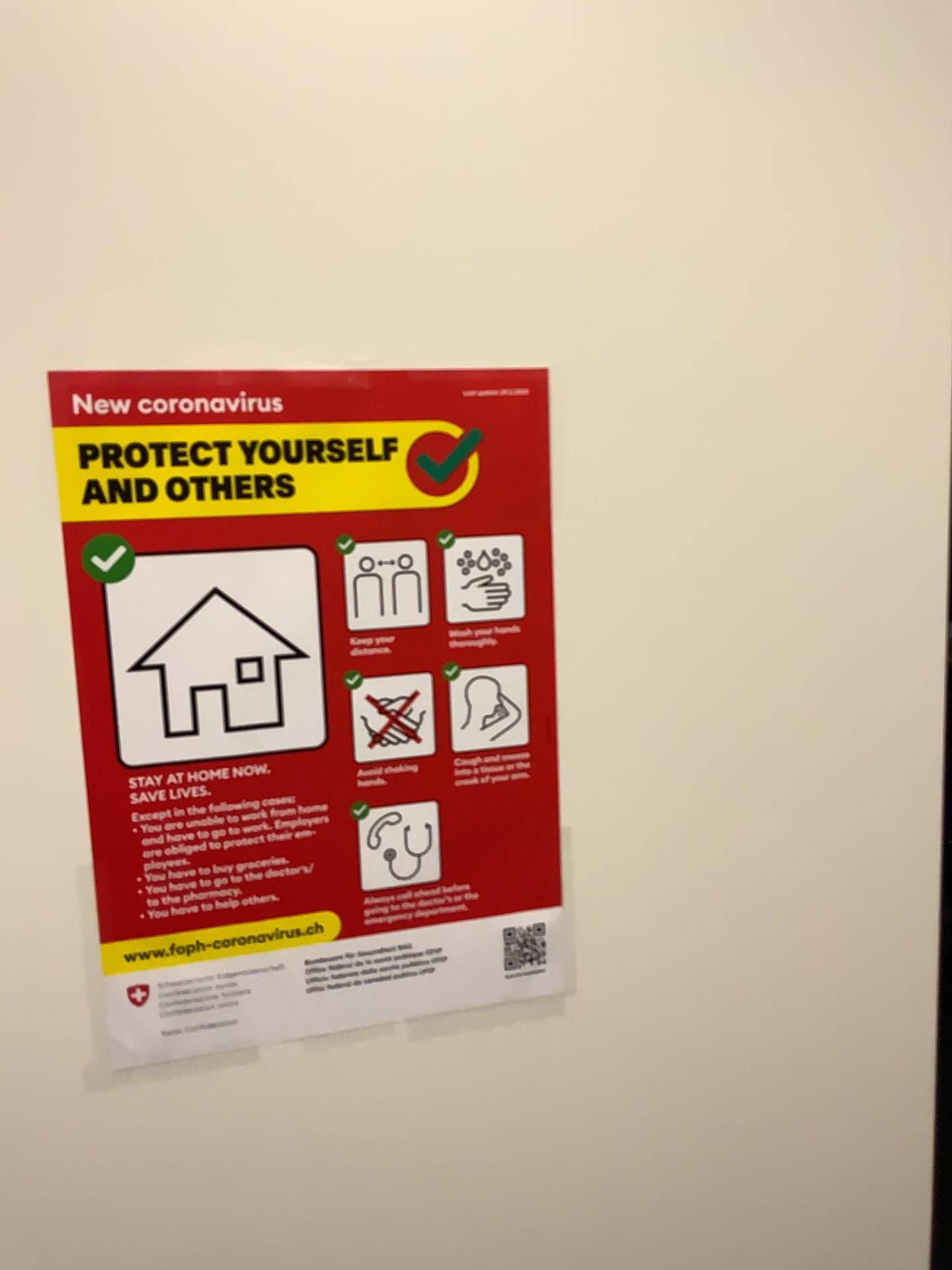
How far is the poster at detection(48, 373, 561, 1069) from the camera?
0.6m

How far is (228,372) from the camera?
0.6m

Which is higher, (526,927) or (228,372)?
(228,372)

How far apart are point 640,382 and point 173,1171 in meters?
0.6 m
